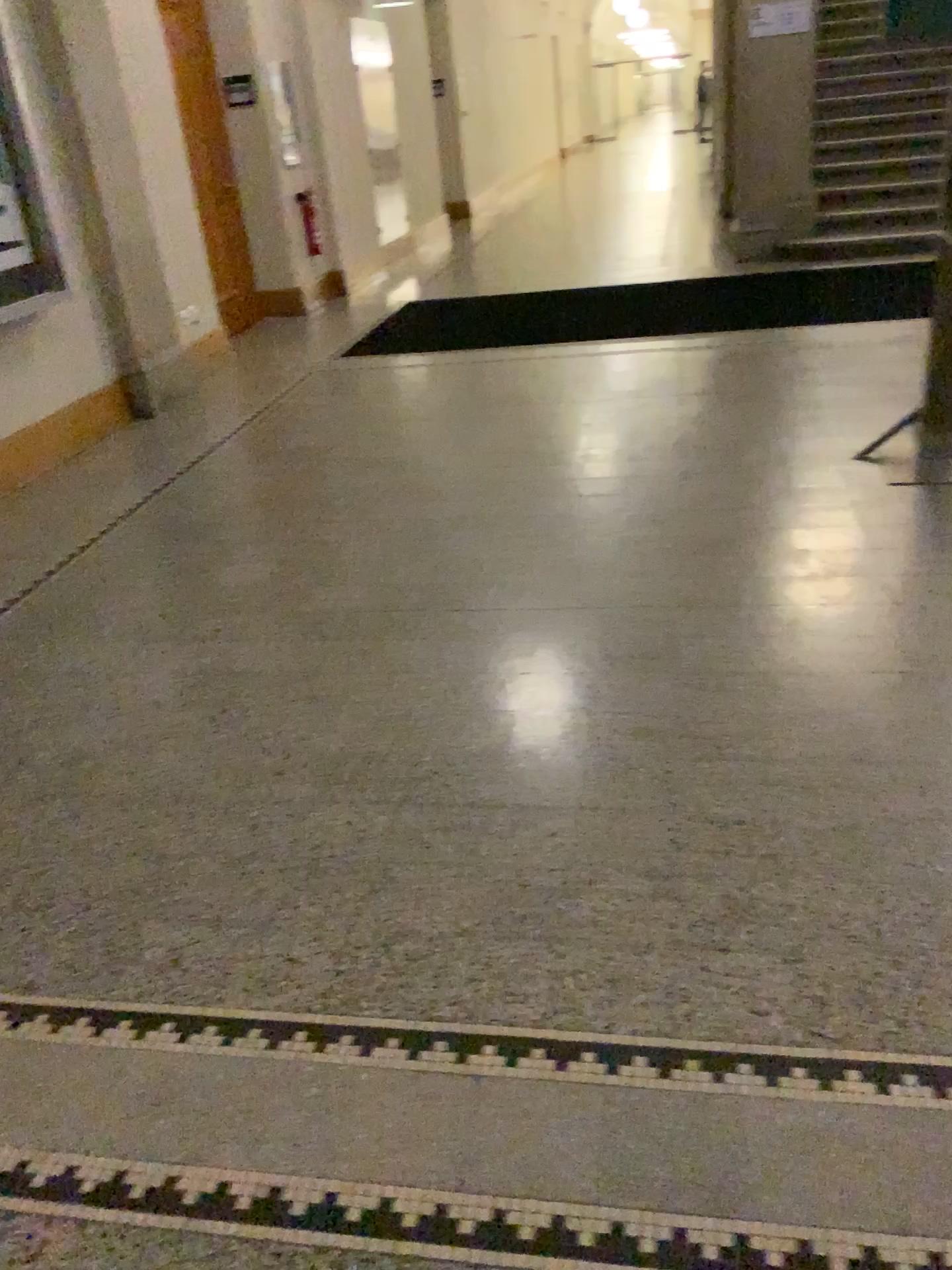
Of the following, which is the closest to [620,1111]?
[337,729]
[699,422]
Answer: [337,729]
